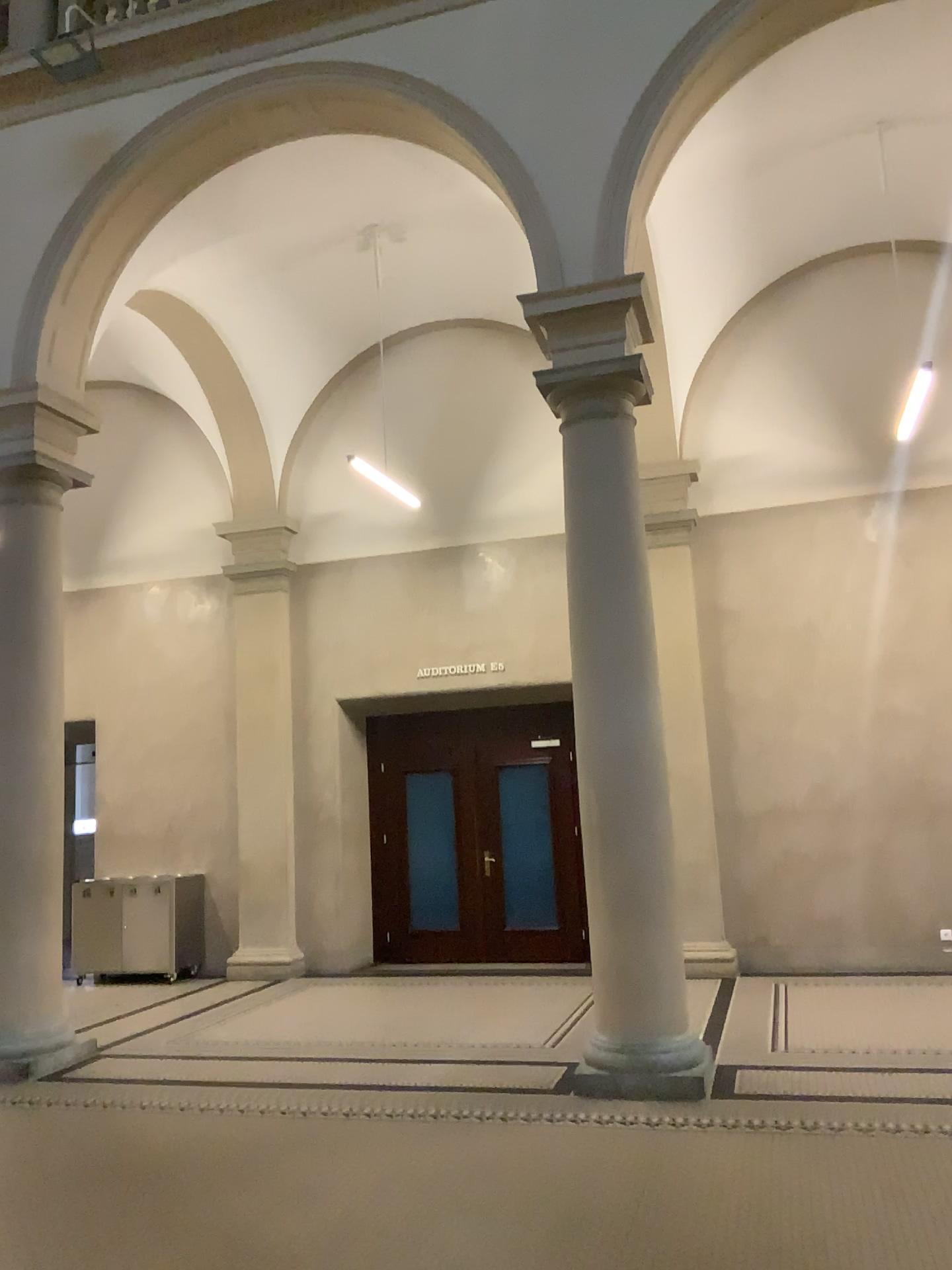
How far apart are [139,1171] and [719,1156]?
2.5 meters
